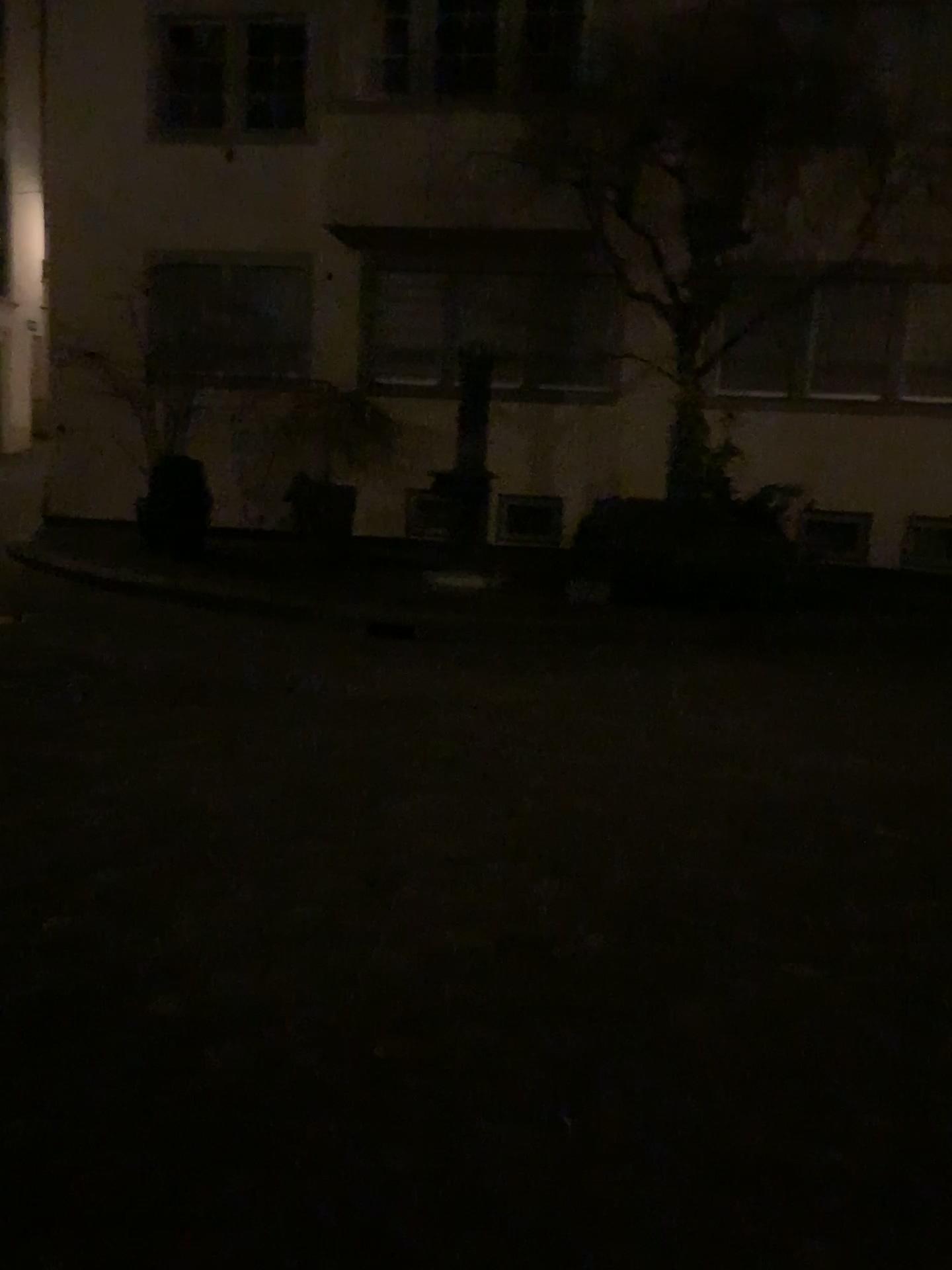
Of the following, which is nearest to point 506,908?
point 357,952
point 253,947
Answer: point 357,952
